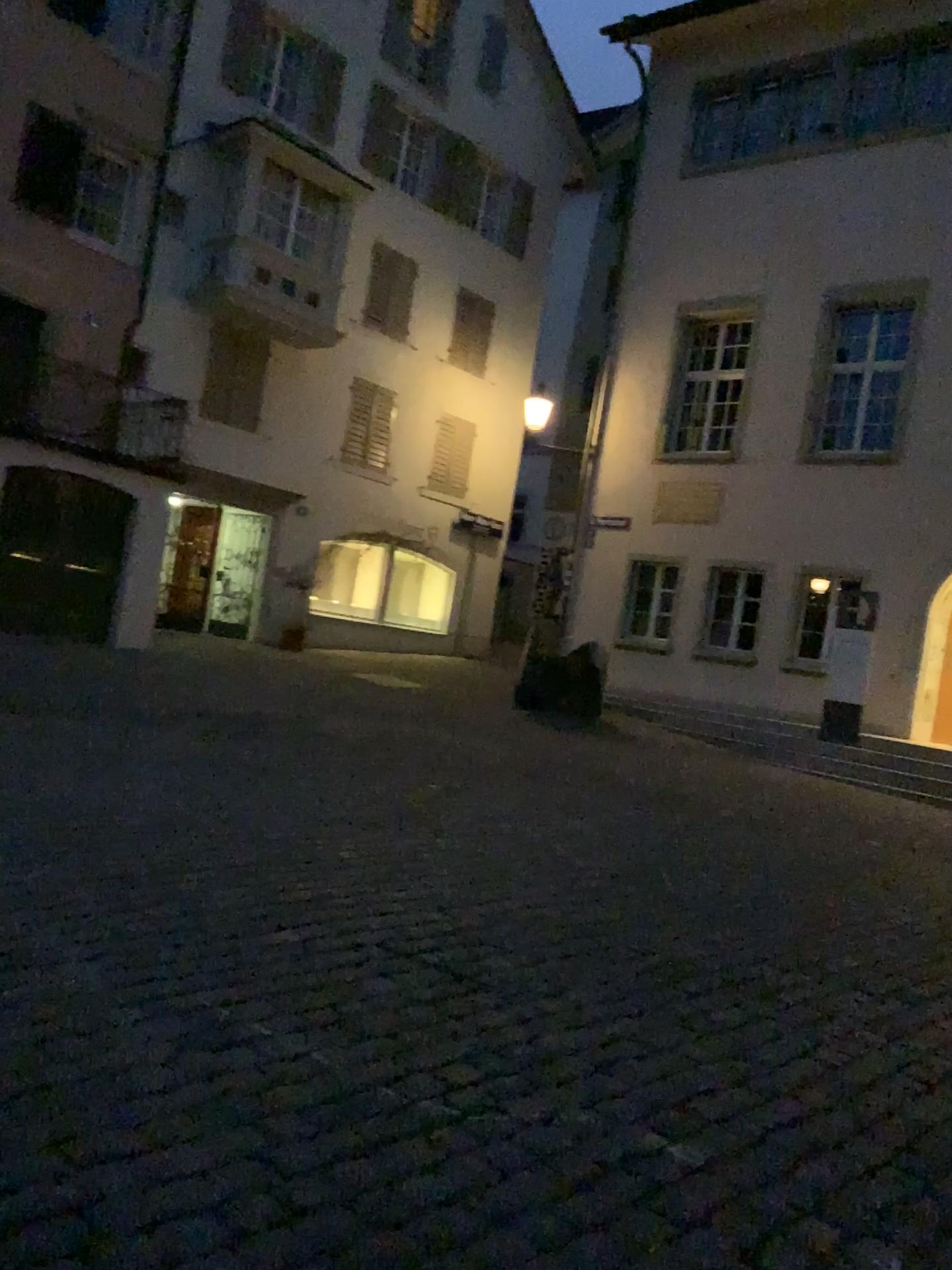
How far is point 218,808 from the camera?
5.5m
